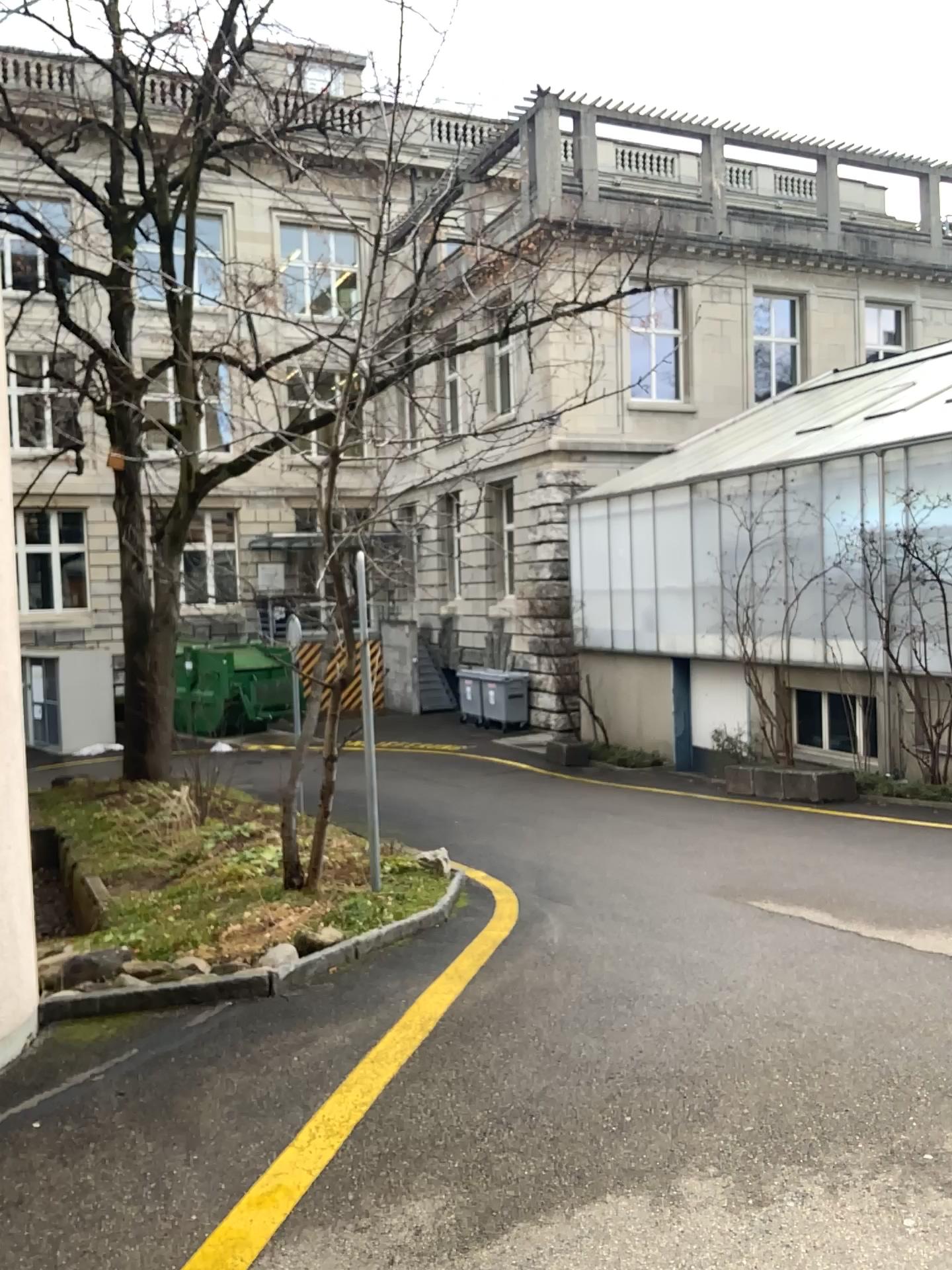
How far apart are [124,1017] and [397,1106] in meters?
1.5
